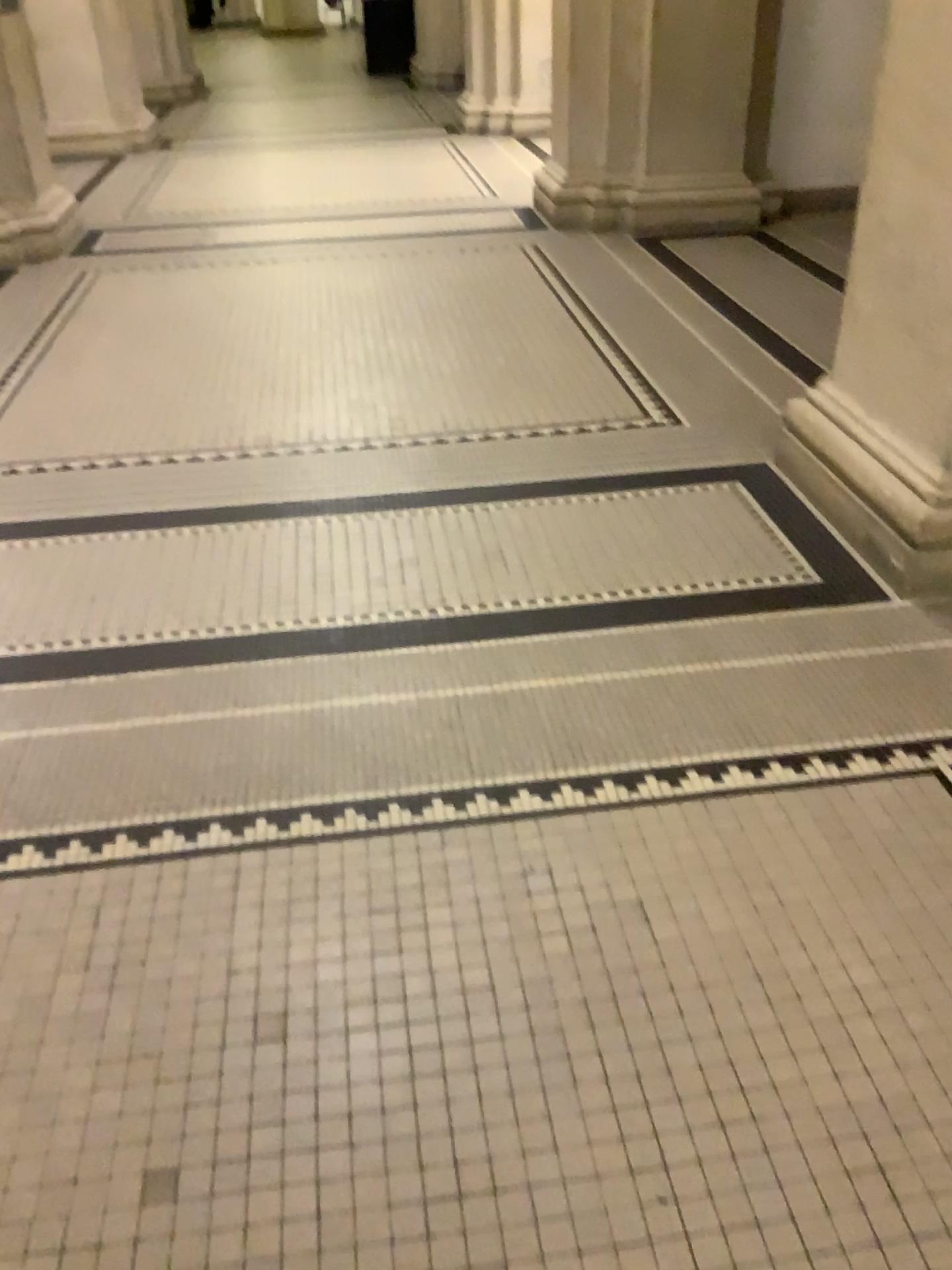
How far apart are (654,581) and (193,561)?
1.18m

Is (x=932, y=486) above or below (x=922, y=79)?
below
